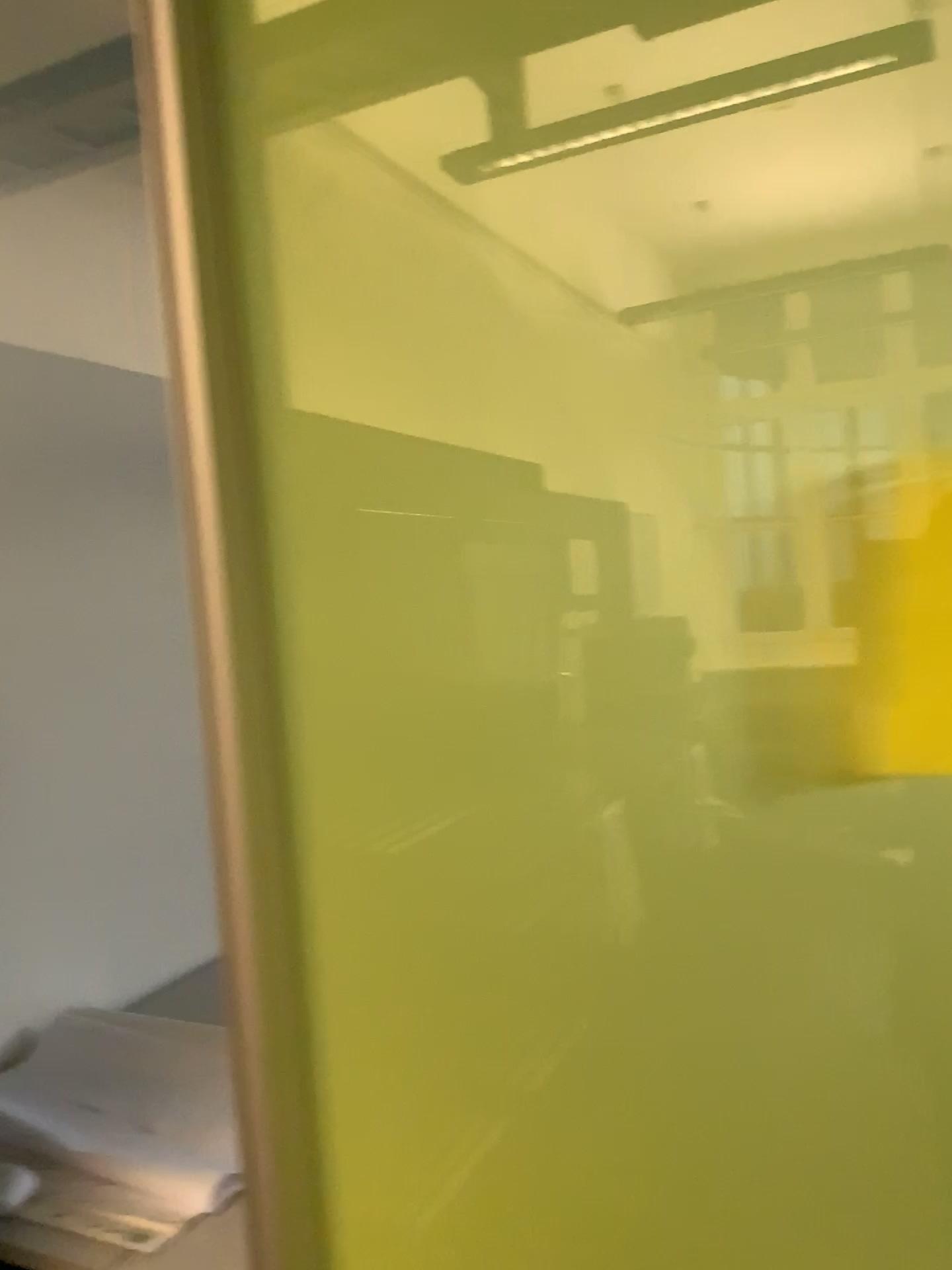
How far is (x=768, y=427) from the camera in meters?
0.8 m

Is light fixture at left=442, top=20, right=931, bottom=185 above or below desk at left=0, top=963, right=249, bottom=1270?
above

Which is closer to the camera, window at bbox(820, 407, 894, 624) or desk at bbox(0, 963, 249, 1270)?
window at bbox(820, 407, 894, 624)

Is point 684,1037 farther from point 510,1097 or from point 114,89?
point 114,89

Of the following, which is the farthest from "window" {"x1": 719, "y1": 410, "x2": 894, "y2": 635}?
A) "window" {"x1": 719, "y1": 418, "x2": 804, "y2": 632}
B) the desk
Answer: the desk

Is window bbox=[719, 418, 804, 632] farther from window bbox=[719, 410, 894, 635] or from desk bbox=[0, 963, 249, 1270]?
desk bbox=[0, 963, 249, 1270]

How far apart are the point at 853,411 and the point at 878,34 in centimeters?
27cm

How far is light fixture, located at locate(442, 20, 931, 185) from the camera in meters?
0.8

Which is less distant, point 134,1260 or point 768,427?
point 768,427

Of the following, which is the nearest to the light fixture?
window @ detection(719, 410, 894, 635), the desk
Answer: window @ detection(719, 410, 894, 635)
